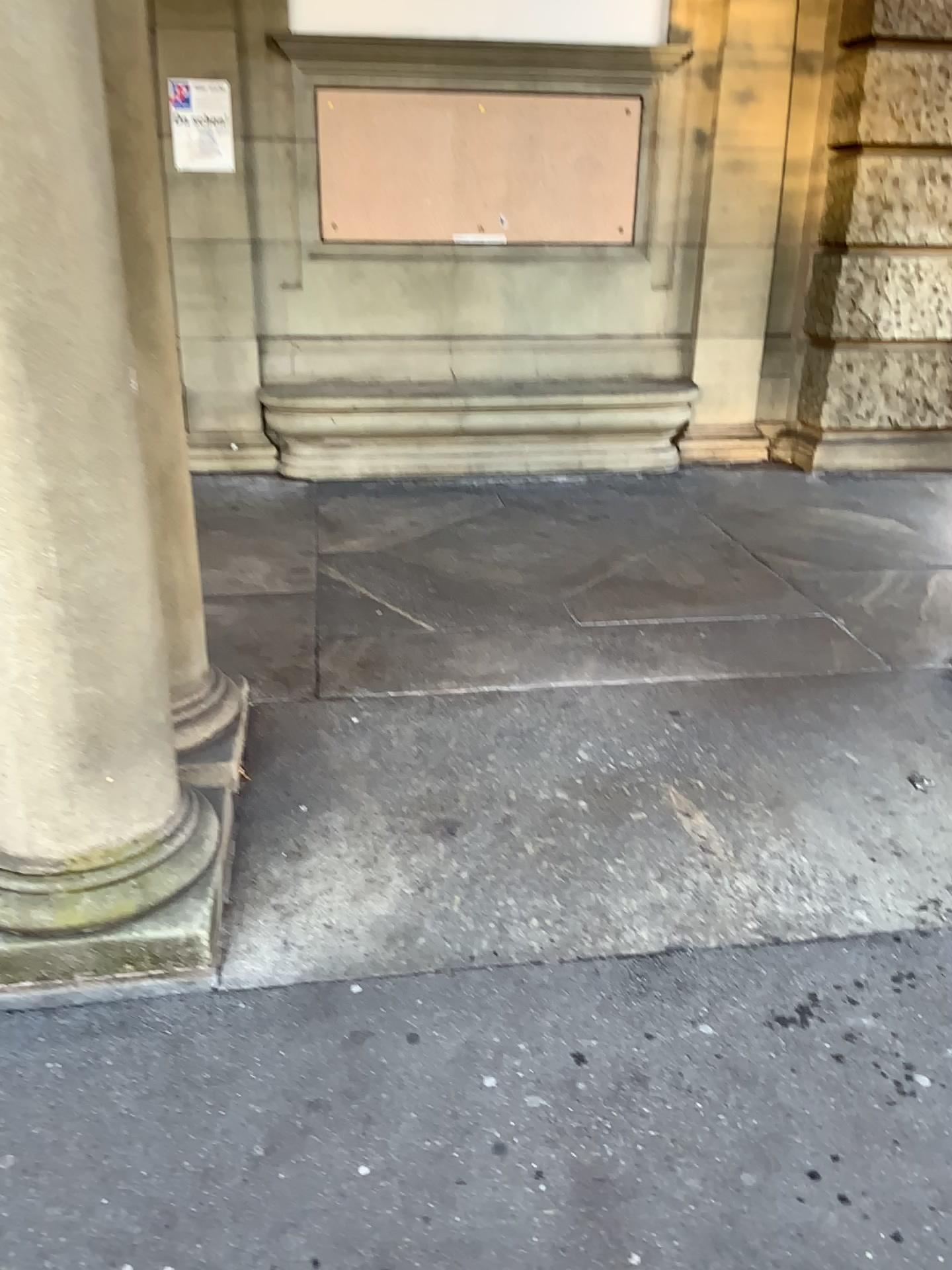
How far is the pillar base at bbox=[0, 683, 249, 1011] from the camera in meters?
2.1 m

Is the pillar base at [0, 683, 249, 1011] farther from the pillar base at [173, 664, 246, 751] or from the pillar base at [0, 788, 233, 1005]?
the pillar base at [173, 664, 246, 751]

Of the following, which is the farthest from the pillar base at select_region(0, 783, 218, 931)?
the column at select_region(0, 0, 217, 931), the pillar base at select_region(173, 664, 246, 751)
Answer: the pillar base at select_region(173, 664, 246, 751)

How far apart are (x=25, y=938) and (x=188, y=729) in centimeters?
70cm

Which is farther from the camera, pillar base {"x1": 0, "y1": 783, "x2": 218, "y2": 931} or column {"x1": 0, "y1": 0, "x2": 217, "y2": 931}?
pillar base {"x1": 0, "y1": 783, "x2": 218, "y2": 931}

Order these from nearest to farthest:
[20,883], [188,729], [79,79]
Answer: [79,79] → [20,883] → [188,729]

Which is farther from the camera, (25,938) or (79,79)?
(25,938)

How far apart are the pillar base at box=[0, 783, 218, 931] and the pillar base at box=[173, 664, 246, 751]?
0.4 meters

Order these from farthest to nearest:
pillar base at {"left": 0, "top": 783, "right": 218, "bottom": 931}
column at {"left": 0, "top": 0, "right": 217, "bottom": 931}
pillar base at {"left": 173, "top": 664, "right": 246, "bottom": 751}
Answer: pillar base at {"left": 173, "top": 664, "right": 246, "bottom": 751} → pillar base at {"left": 0, "top": 783, "right": 218, "bottom": 931} → column at {"left": 0, "top": 0, "right": 217, "bottom": 931}

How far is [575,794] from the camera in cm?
286
